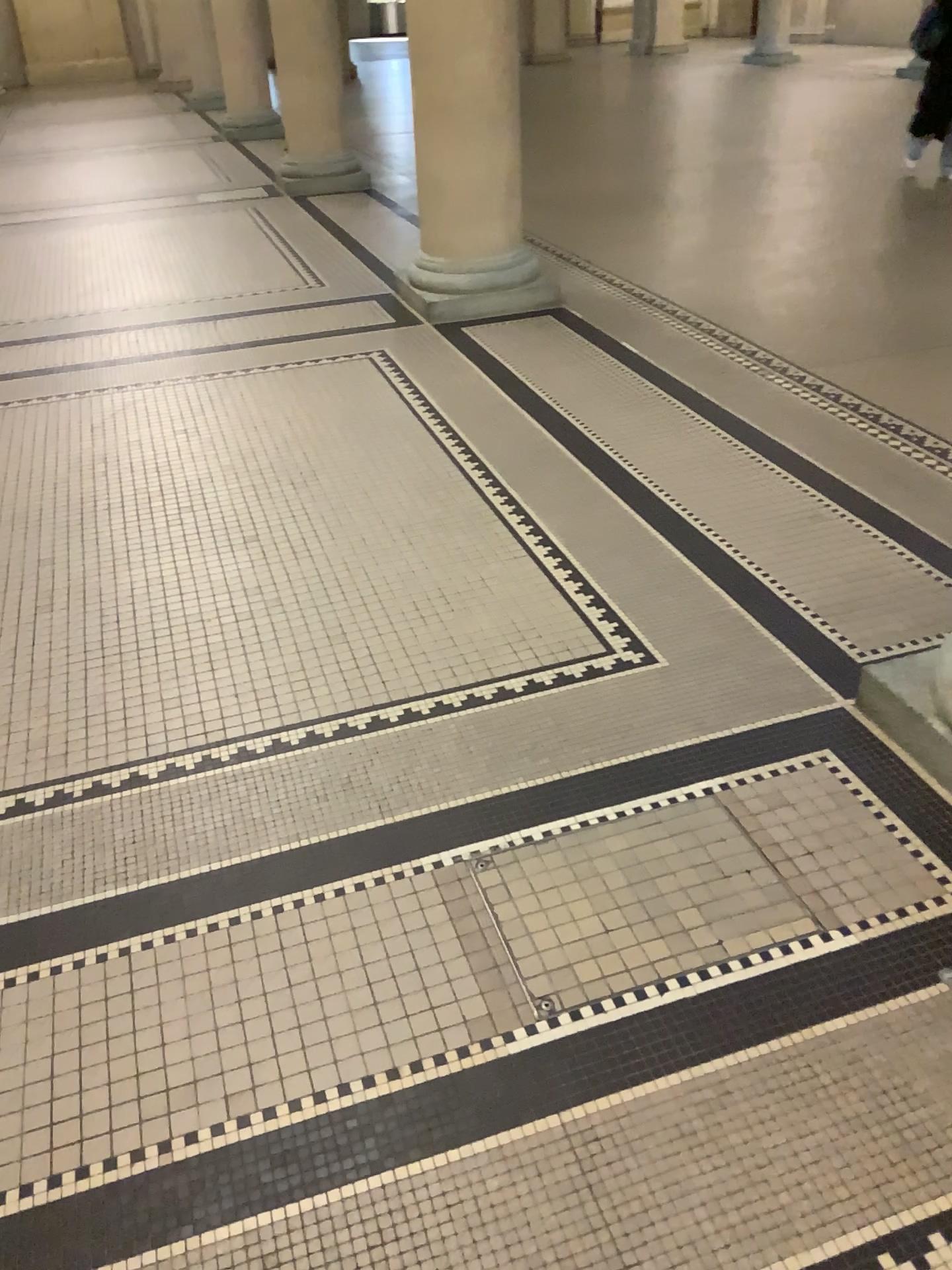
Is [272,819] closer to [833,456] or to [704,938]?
[704,938]
